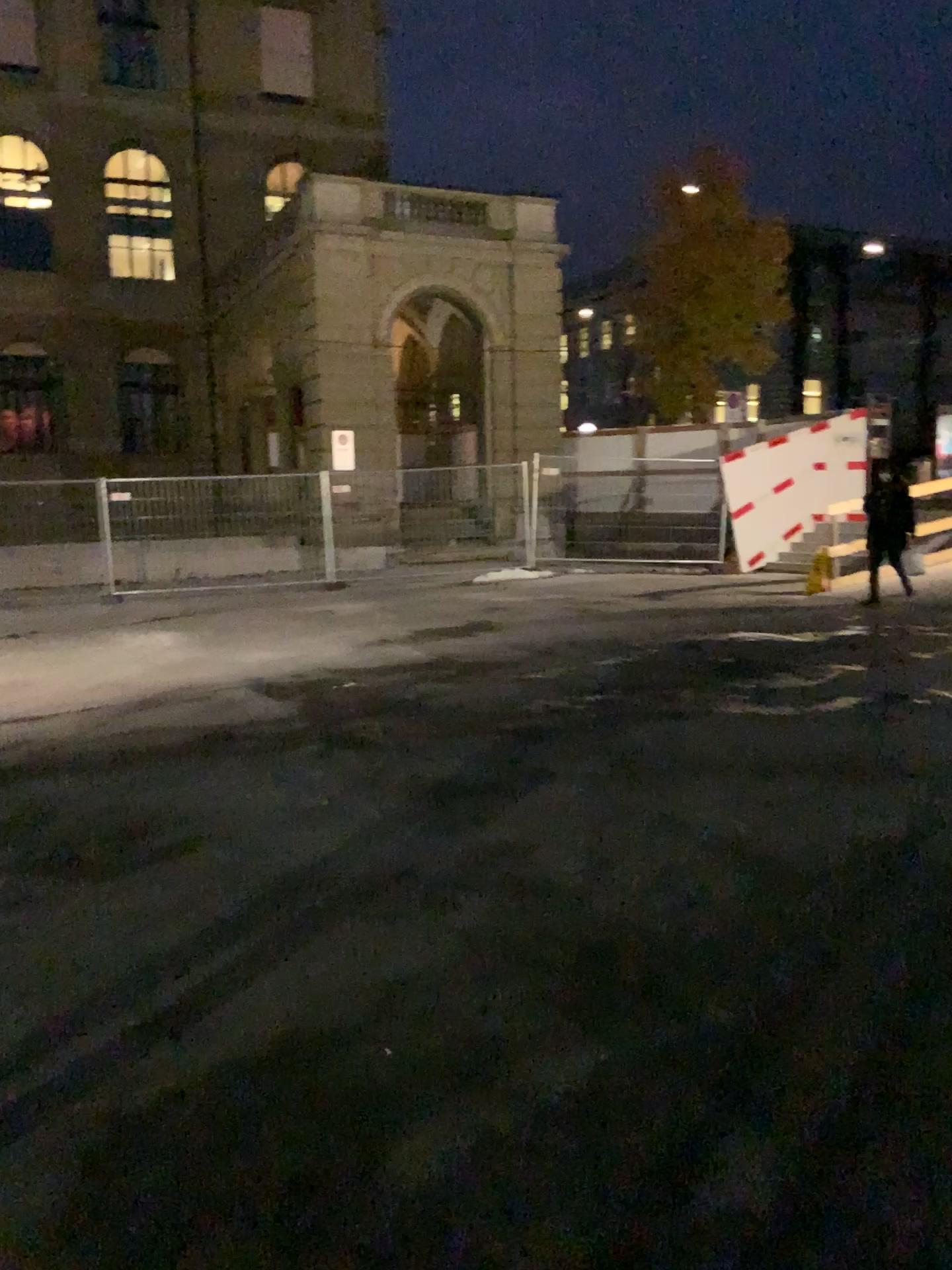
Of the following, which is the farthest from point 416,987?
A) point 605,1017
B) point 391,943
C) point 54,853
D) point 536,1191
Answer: point 54,853
